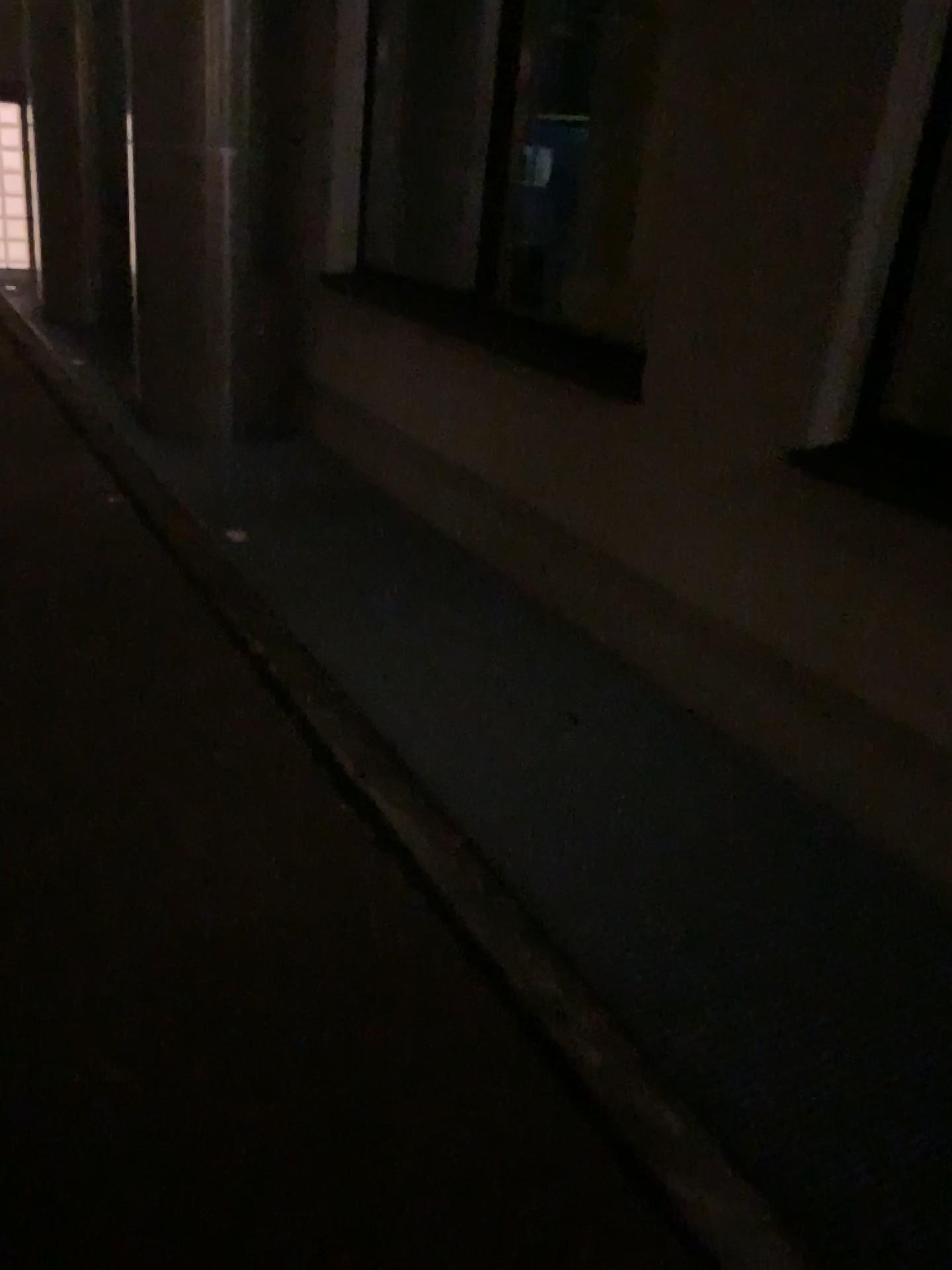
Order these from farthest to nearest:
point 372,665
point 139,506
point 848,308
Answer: point 139,506 → point 372,665 → point 848,308

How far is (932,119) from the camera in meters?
2.4

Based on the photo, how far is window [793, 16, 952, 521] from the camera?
2.4 meters
